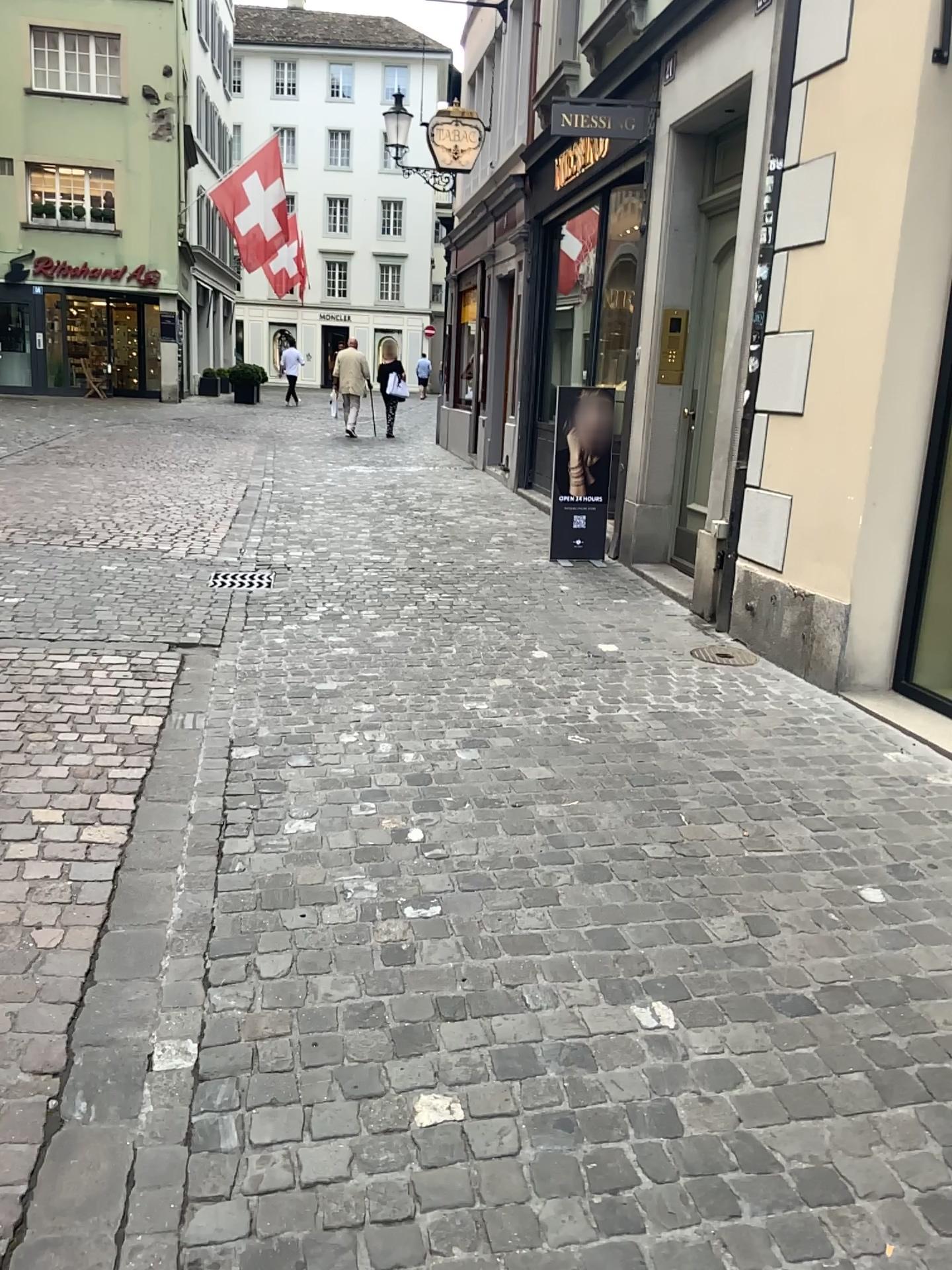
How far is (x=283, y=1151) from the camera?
1.9 meters
